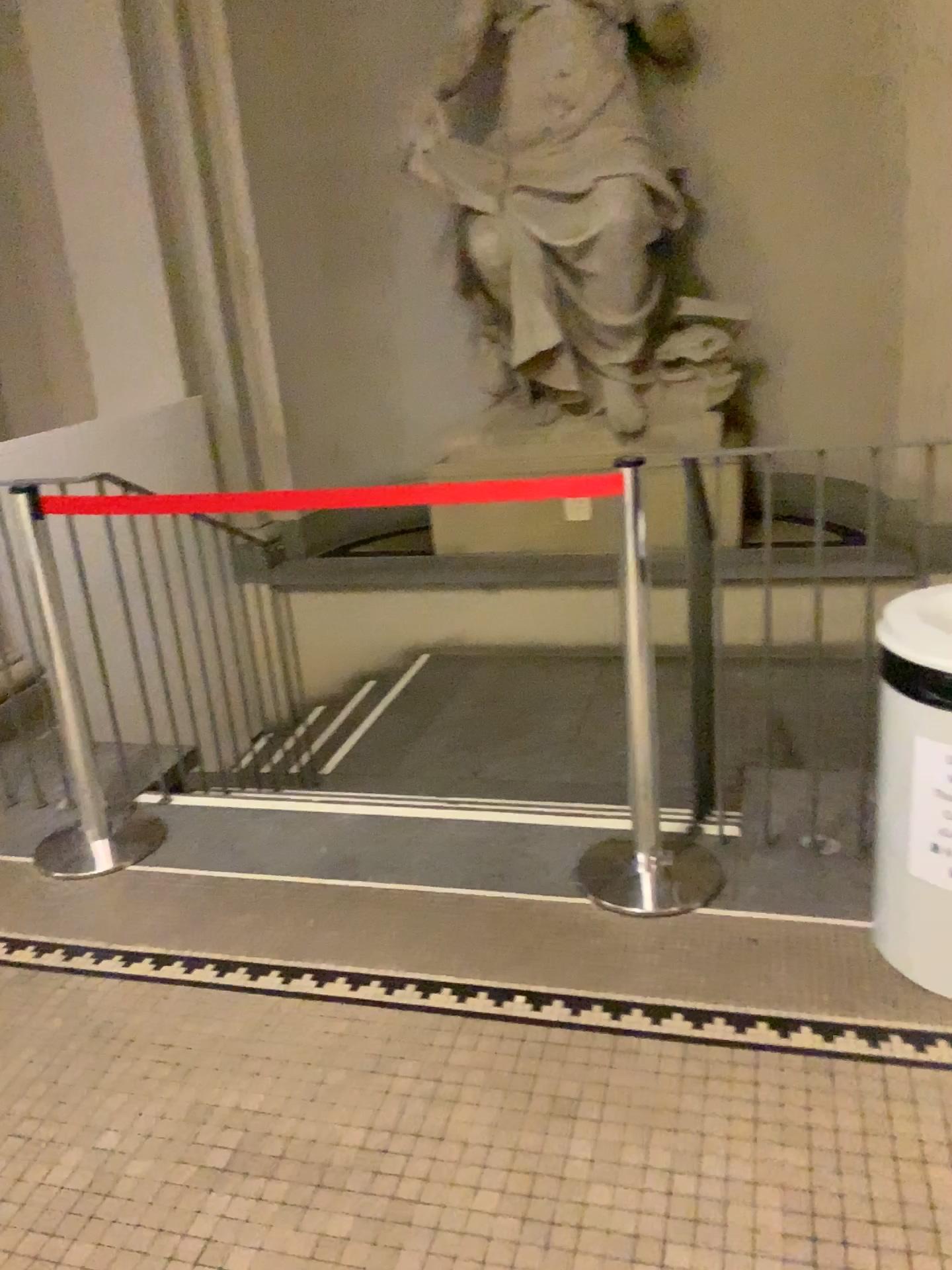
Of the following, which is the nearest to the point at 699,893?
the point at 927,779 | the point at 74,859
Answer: the point at 927,779

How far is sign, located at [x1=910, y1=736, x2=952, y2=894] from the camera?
1.9m

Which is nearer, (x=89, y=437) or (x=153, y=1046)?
(x=153, y=1046)

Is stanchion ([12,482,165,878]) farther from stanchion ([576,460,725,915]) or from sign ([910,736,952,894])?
sign ([910,736,952,894])

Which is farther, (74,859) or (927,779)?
(74,859)

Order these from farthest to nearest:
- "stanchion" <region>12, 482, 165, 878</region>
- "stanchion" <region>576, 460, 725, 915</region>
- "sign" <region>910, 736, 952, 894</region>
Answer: "stanchion" <region>12, 482, 165, 878</region> → "stanchion" <region>576, 460, 725, 915</region> → "sign" <region>910, 736, 952, 894</region>

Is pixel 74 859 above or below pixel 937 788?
below

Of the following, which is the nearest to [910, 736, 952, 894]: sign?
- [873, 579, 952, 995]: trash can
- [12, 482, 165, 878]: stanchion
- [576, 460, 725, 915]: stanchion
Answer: [873, 579, 952, 995]: trash can

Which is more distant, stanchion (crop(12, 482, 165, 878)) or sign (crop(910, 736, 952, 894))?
stanchion (crop(12, 482, 165, 878))

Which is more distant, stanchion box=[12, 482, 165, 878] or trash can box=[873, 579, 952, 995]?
stanchion box=[12, 482, 165, 878]
